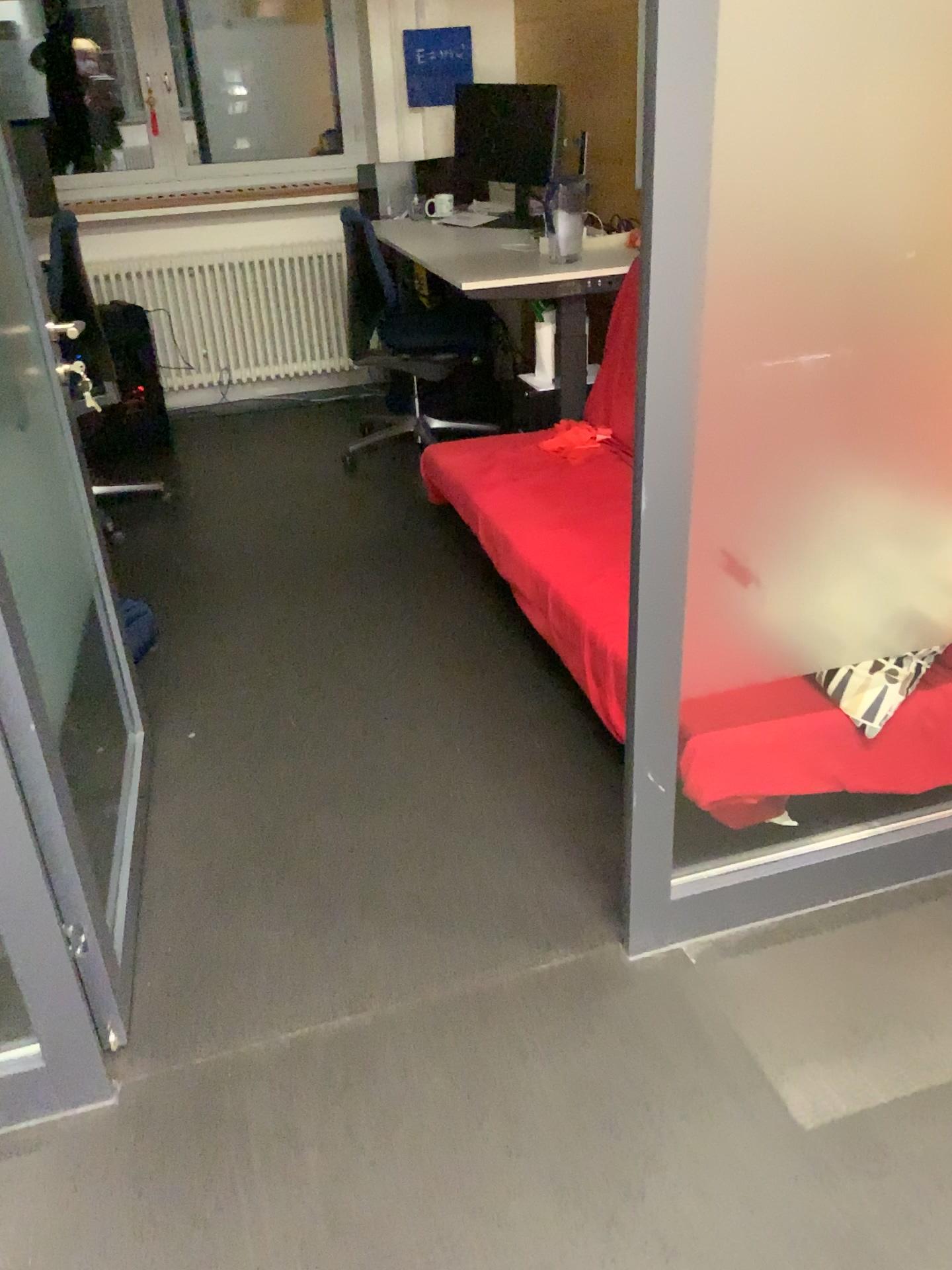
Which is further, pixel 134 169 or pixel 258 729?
pixel 134 169

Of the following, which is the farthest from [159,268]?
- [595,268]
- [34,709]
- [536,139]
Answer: [34,709]

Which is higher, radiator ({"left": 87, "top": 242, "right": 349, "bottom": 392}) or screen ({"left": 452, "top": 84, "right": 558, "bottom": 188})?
screen ({"left": 452, "top": 84, "right": 558, "bottom": 188})

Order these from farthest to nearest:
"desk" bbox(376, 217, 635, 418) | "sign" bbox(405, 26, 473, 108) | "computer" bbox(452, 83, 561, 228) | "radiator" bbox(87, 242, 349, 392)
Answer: "radiator" bbox(87, 242, 349, 392), "sign" bbox(405, 26, 473, 108), "computer" bbox(452, 83, 561, 228), "desk" bbox(376, 217, 635, 418)

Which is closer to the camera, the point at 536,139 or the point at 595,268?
the point at 595,268

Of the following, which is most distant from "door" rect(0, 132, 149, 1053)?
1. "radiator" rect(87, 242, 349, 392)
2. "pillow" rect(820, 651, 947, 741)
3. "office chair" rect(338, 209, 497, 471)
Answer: "radiator" rect(87, 242, 349, 392)

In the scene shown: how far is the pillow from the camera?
1.89m

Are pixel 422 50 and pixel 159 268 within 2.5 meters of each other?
yes

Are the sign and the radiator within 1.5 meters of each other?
yes

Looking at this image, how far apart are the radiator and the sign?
0.8 meters
